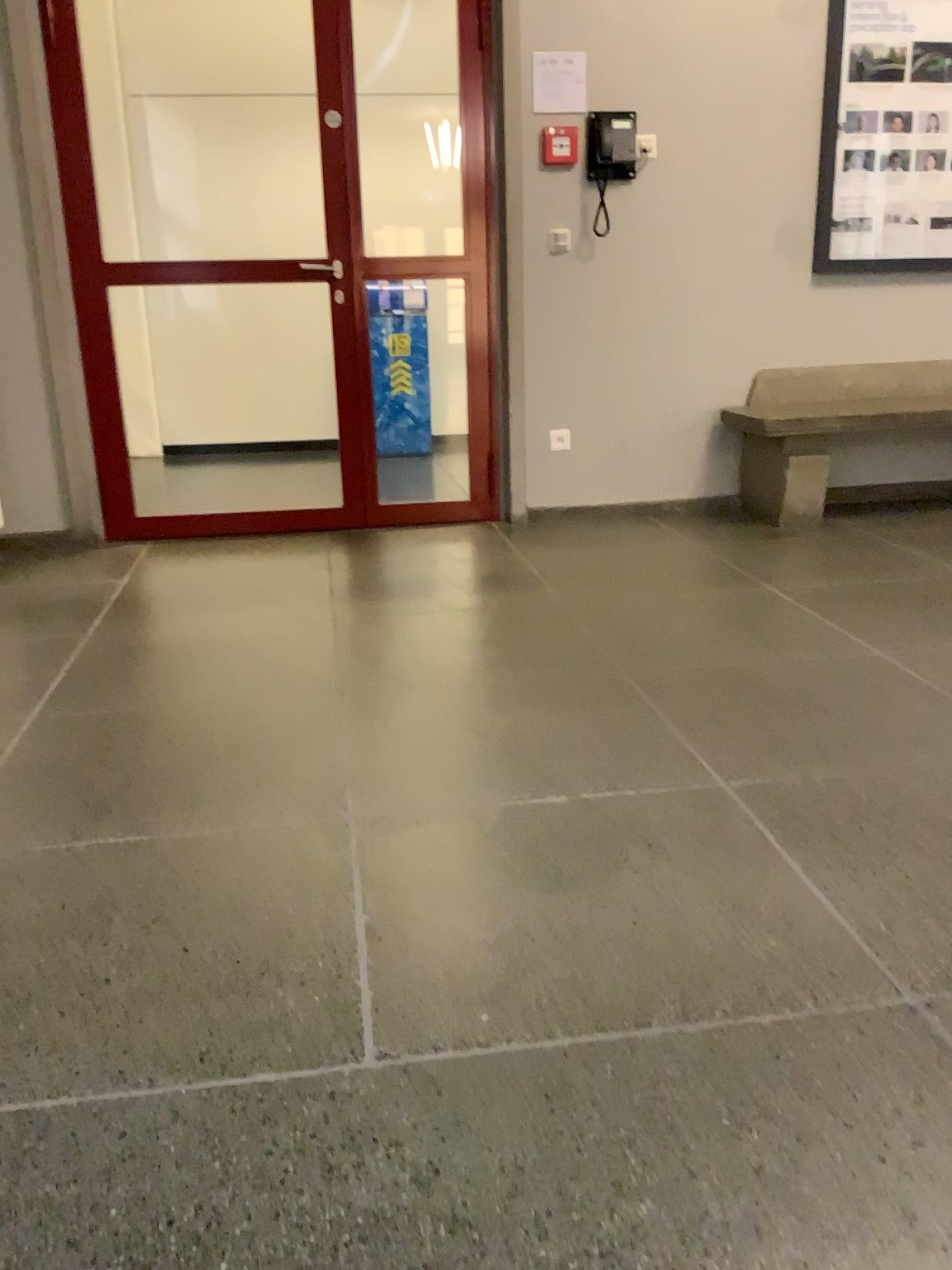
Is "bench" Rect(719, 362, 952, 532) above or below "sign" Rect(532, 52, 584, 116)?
below

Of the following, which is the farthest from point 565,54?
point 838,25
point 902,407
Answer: point 902,407

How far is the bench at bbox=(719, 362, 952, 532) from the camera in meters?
4.2

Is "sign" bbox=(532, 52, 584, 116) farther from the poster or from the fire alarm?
the poster

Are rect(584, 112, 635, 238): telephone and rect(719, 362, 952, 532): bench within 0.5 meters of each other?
no

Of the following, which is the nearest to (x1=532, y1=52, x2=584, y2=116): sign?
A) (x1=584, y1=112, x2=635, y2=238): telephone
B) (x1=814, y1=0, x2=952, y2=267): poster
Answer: (x1=584, y1=112, x2=635, y2=238): telephone

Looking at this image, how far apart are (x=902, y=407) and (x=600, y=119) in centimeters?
165cm

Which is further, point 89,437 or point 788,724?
point 89,437

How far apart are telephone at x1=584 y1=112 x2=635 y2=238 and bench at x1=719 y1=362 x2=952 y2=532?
1.0m

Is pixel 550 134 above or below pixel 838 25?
below
